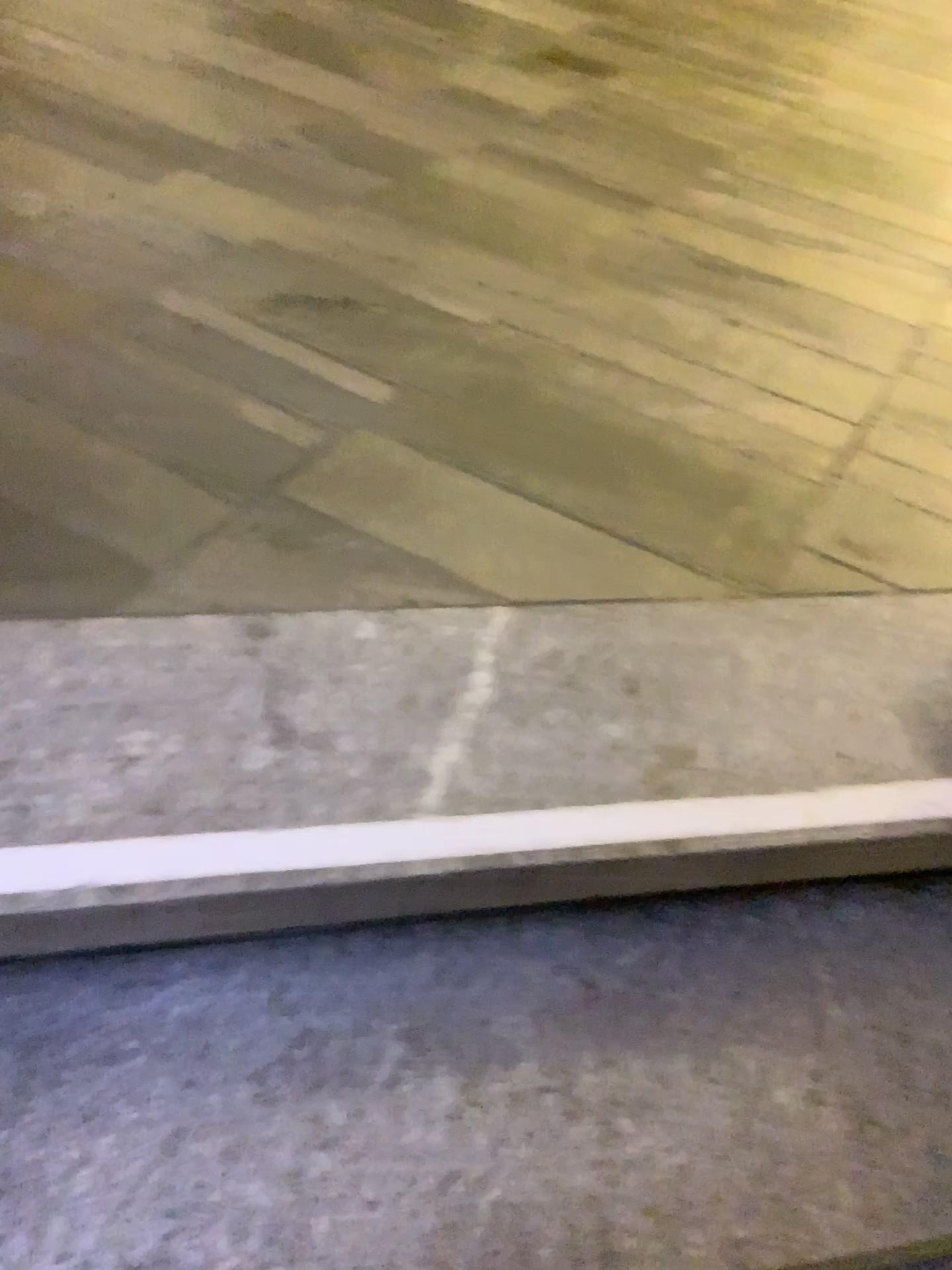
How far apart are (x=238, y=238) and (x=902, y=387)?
1.2m
